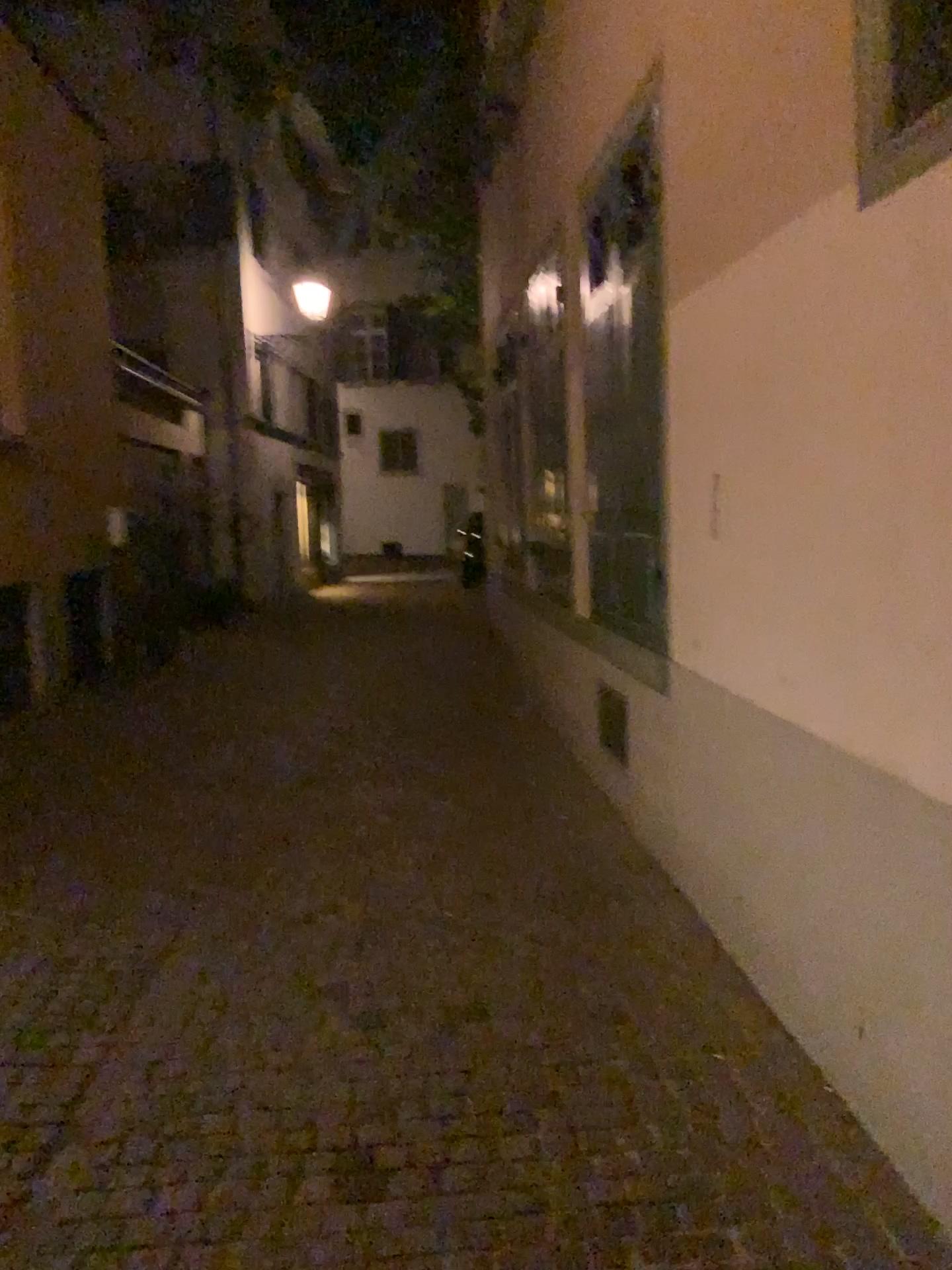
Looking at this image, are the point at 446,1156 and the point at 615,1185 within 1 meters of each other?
yes

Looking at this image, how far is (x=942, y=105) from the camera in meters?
2.1

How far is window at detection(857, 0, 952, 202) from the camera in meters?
2.1 m
